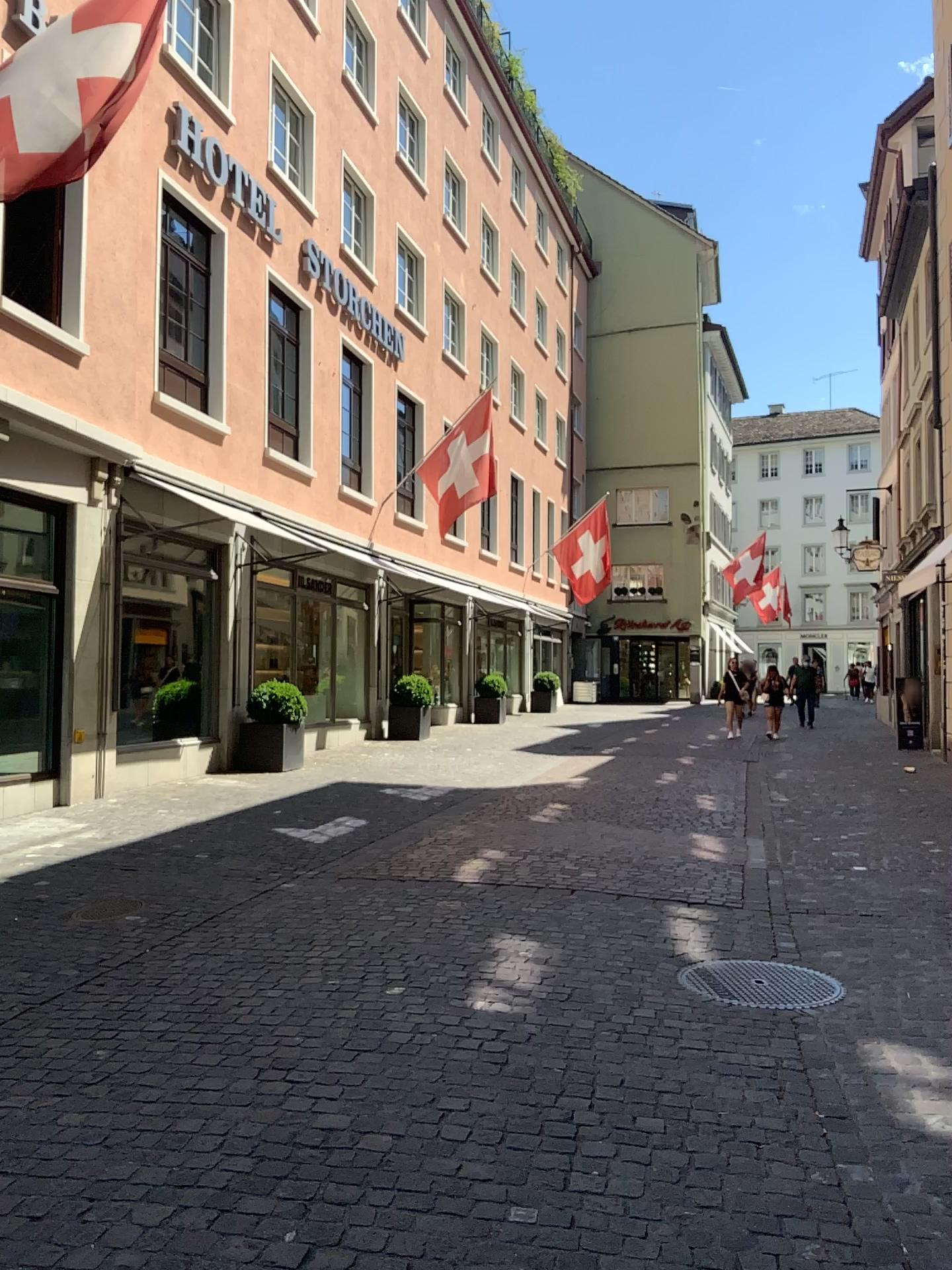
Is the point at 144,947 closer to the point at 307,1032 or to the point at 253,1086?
the point at 307,1032
